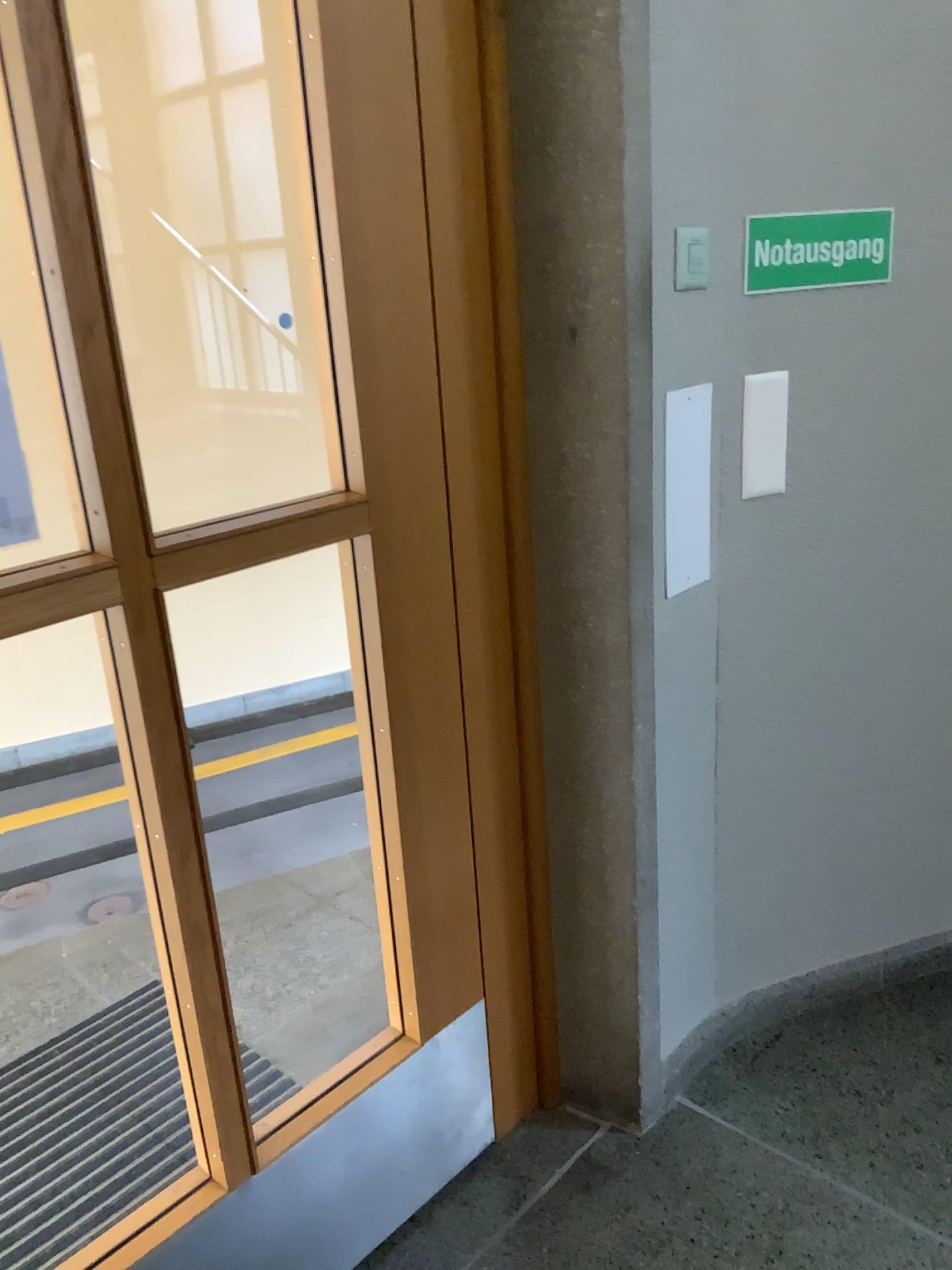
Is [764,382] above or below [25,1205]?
above

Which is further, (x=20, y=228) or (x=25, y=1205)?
(x=25, y=1205)

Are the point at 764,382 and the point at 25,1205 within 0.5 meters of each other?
no

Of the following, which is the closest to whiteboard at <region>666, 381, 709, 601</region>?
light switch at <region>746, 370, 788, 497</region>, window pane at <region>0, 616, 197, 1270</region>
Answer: light switch at <region>746, 370, 788, 497</region>

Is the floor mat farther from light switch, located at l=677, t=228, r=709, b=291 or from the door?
light switch, located at l=677, t=228, r=709, b=291

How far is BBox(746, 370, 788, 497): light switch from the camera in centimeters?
177cm

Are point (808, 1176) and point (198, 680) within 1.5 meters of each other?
no

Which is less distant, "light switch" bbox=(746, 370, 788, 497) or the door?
the door

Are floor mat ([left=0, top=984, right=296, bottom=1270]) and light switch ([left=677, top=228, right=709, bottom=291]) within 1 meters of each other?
no

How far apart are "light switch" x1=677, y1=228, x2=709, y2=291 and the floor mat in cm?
156
